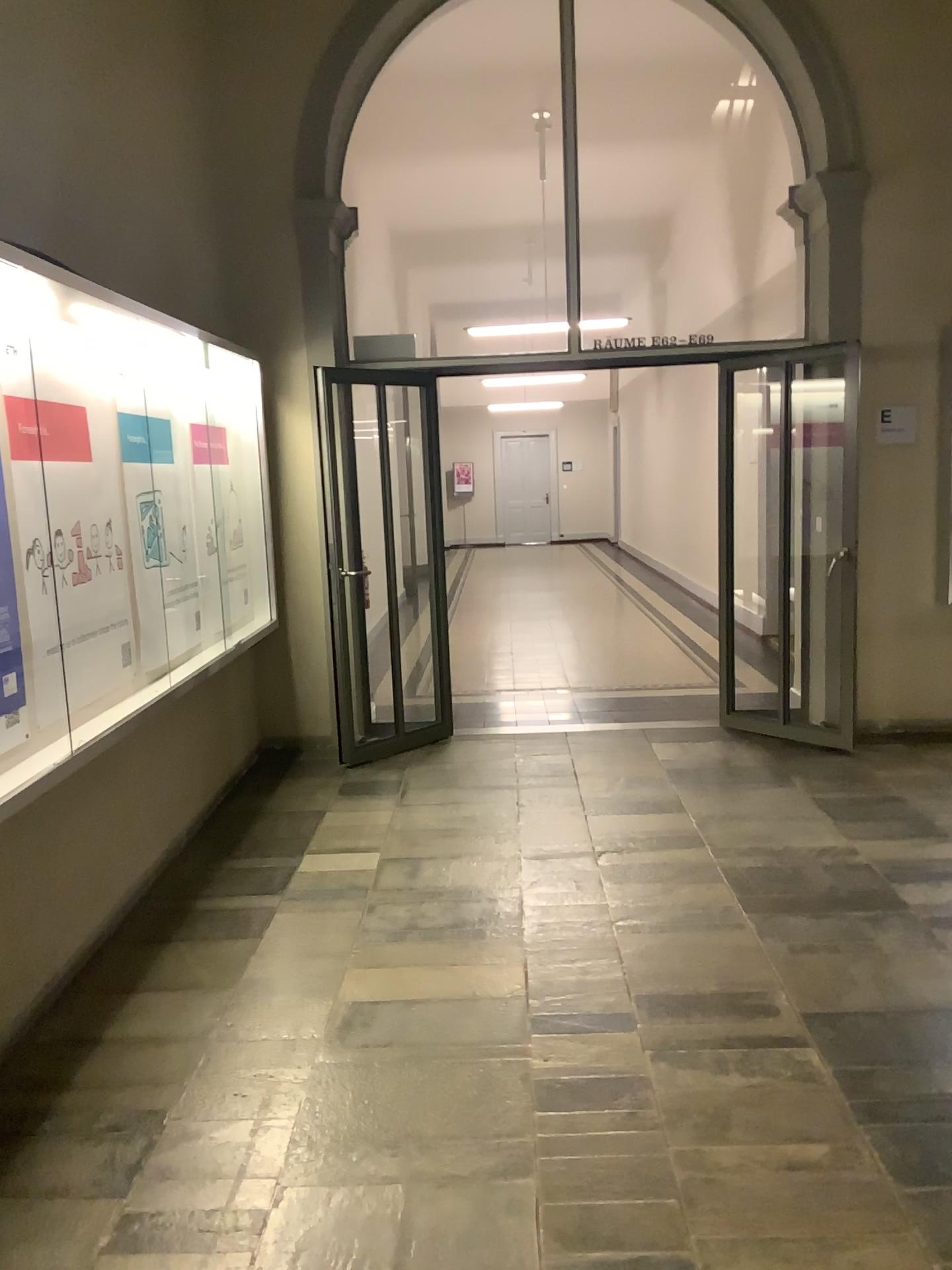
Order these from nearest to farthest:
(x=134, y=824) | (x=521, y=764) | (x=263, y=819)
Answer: (x=134, y=824) < (x=263, y=819) < (x=521, y=764)
